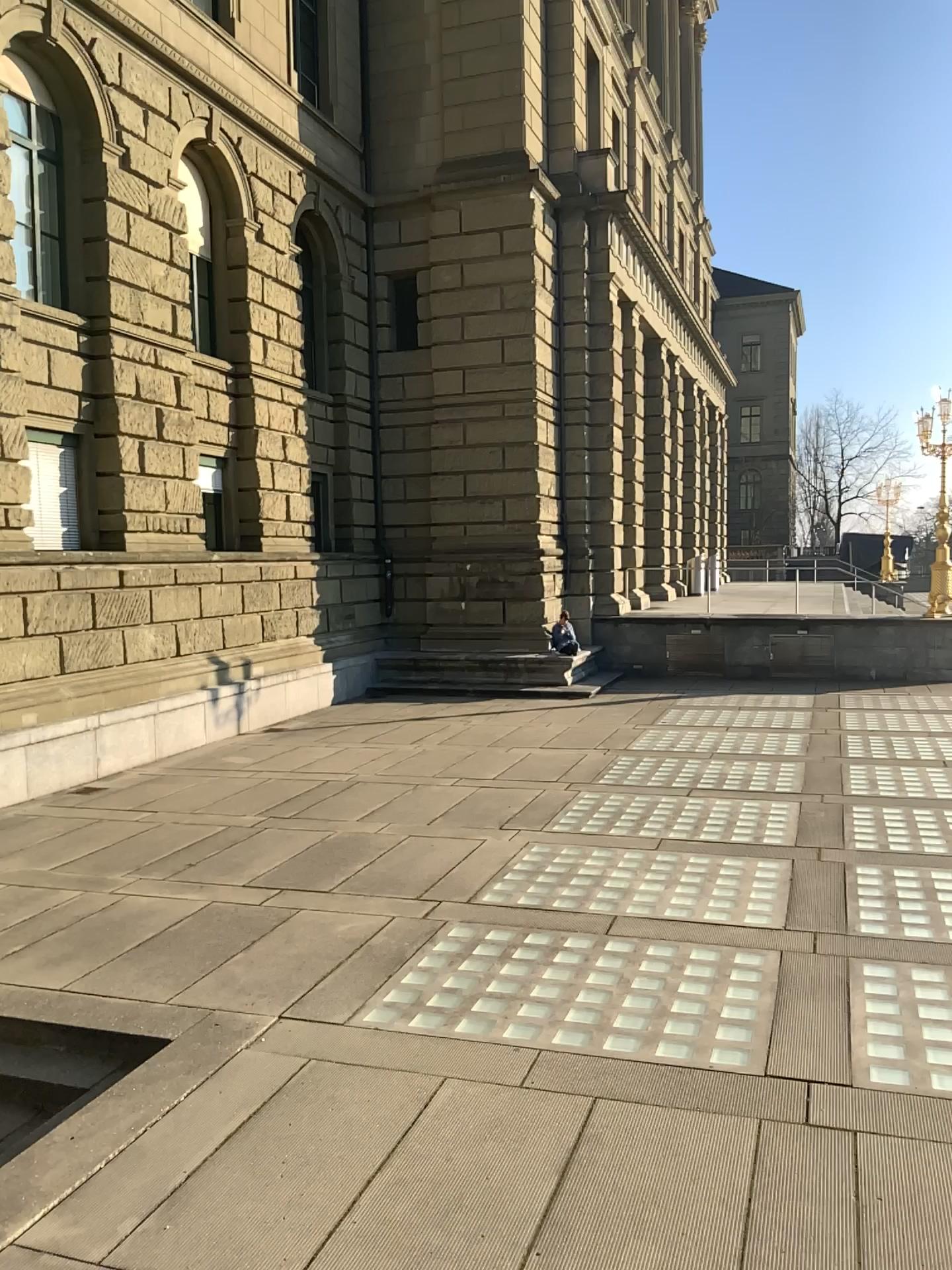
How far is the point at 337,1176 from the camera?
4.4m
